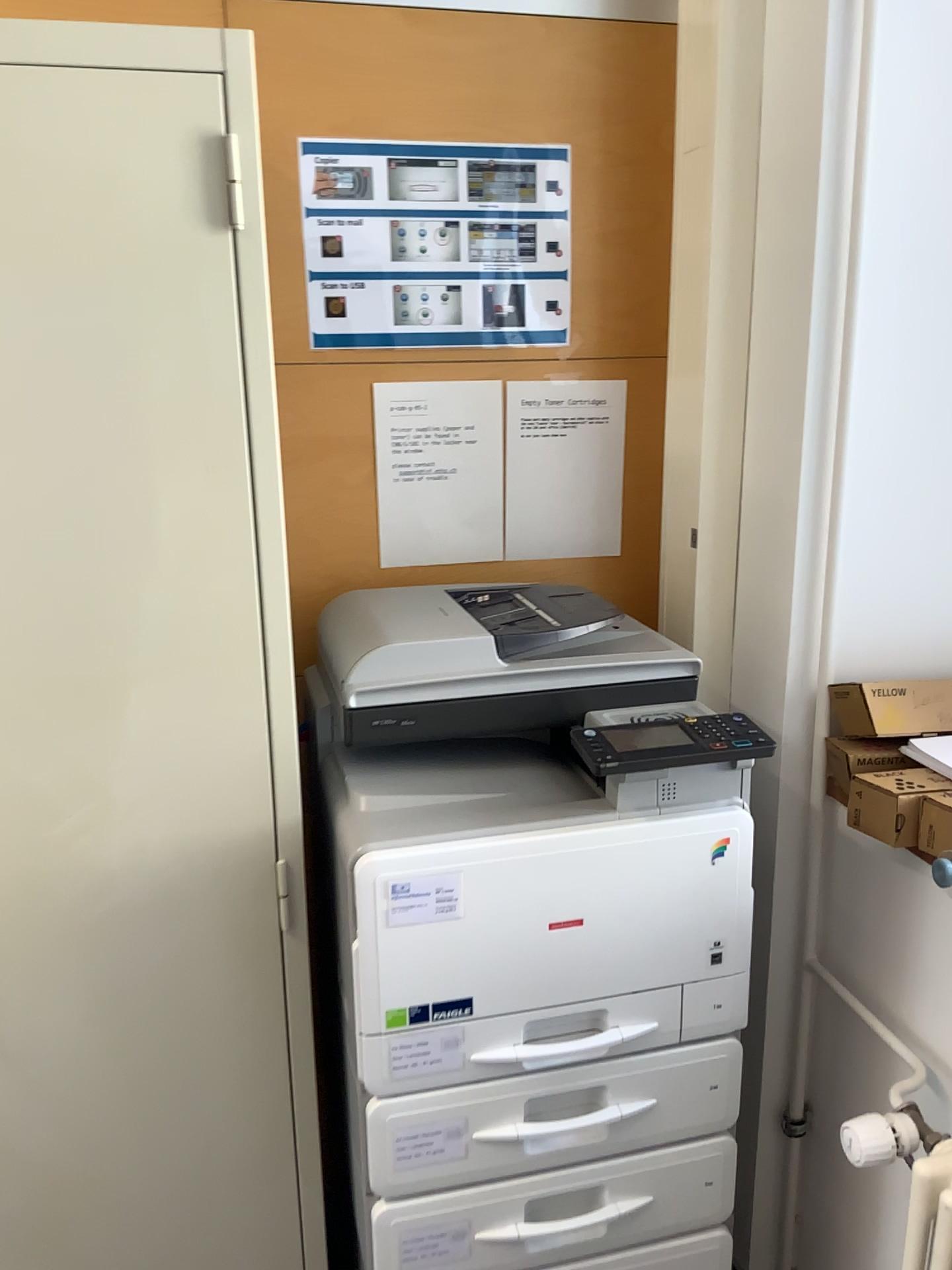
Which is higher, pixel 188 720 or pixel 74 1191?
pixel 188 720

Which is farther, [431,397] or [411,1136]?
[431,397]

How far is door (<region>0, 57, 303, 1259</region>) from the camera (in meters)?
1.06

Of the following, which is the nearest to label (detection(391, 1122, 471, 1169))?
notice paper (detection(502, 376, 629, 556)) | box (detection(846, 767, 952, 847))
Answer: box (detection(846, 767, 952, 847))

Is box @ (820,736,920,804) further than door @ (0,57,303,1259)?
Yes

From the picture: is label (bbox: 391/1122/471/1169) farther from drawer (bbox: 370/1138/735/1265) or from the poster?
the poster

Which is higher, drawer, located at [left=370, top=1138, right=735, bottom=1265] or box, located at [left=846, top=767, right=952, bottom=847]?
box, located at [left=846, top=767, right=952, bottom=847]

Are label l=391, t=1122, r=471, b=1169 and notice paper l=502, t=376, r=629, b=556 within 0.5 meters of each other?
no

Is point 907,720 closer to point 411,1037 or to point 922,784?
point 922,784

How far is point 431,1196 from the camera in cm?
128
